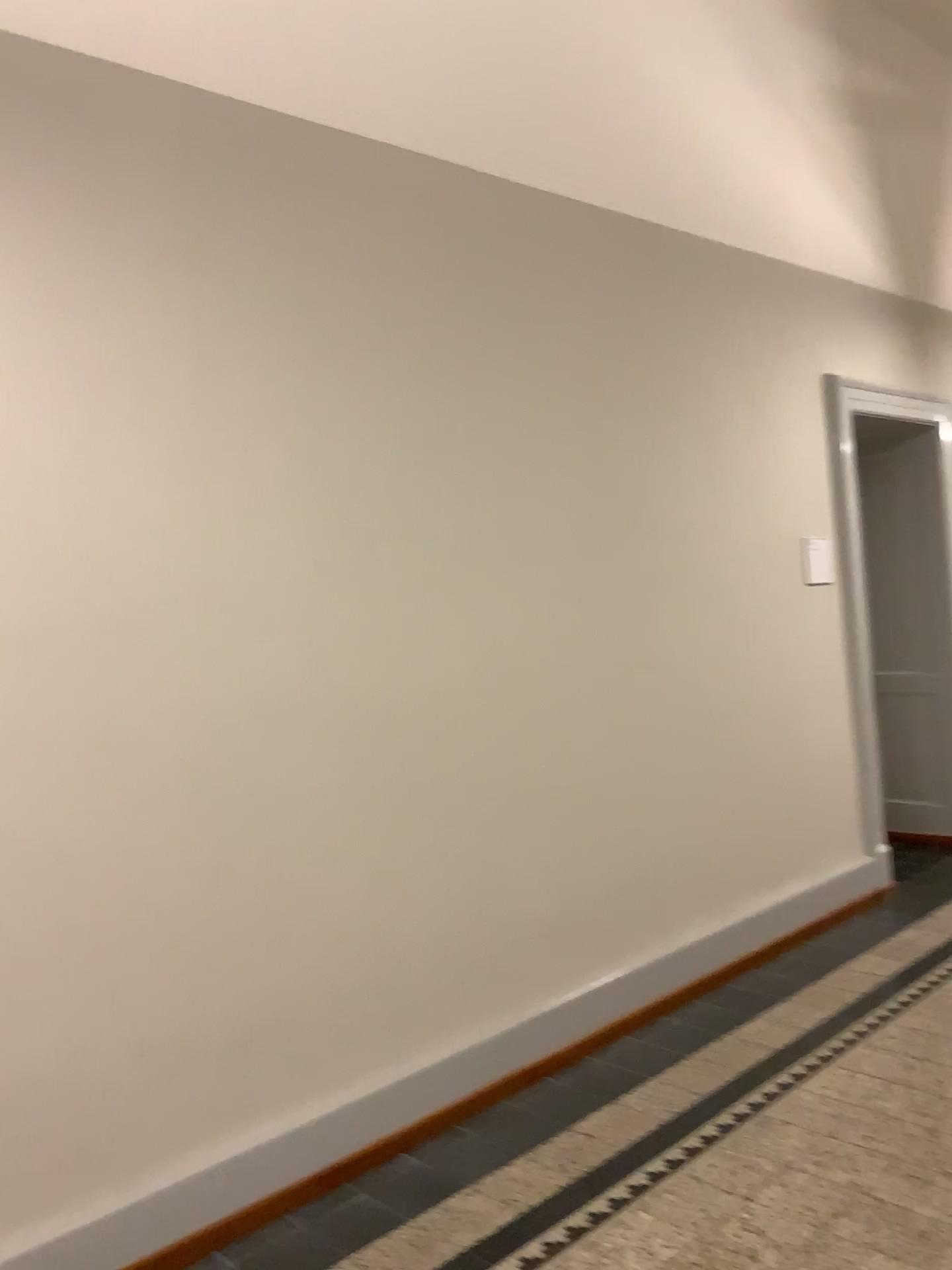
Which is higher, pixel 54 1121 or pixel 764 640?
pixel 764 640
